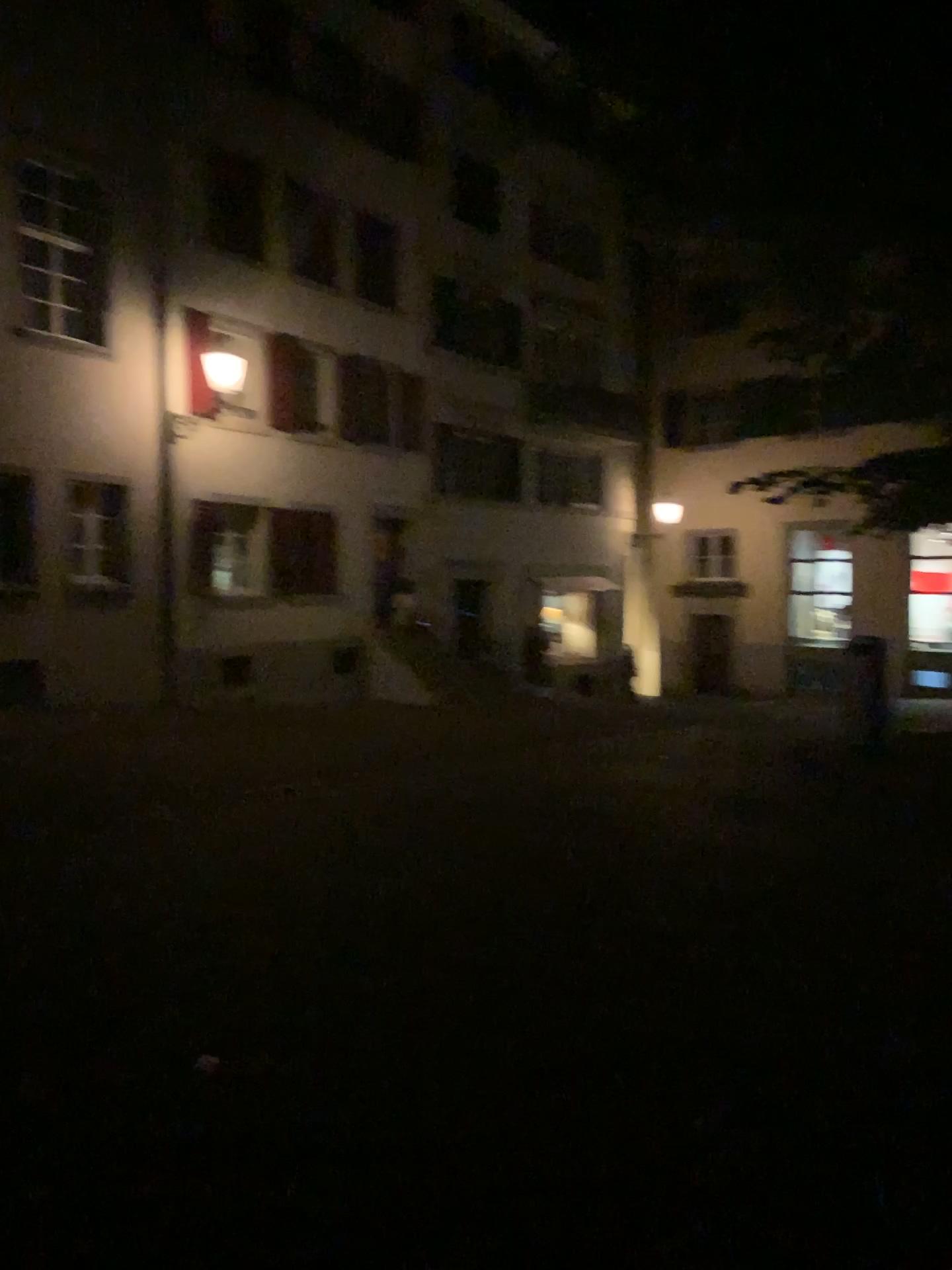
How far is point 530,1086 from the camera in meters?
3.3 m
